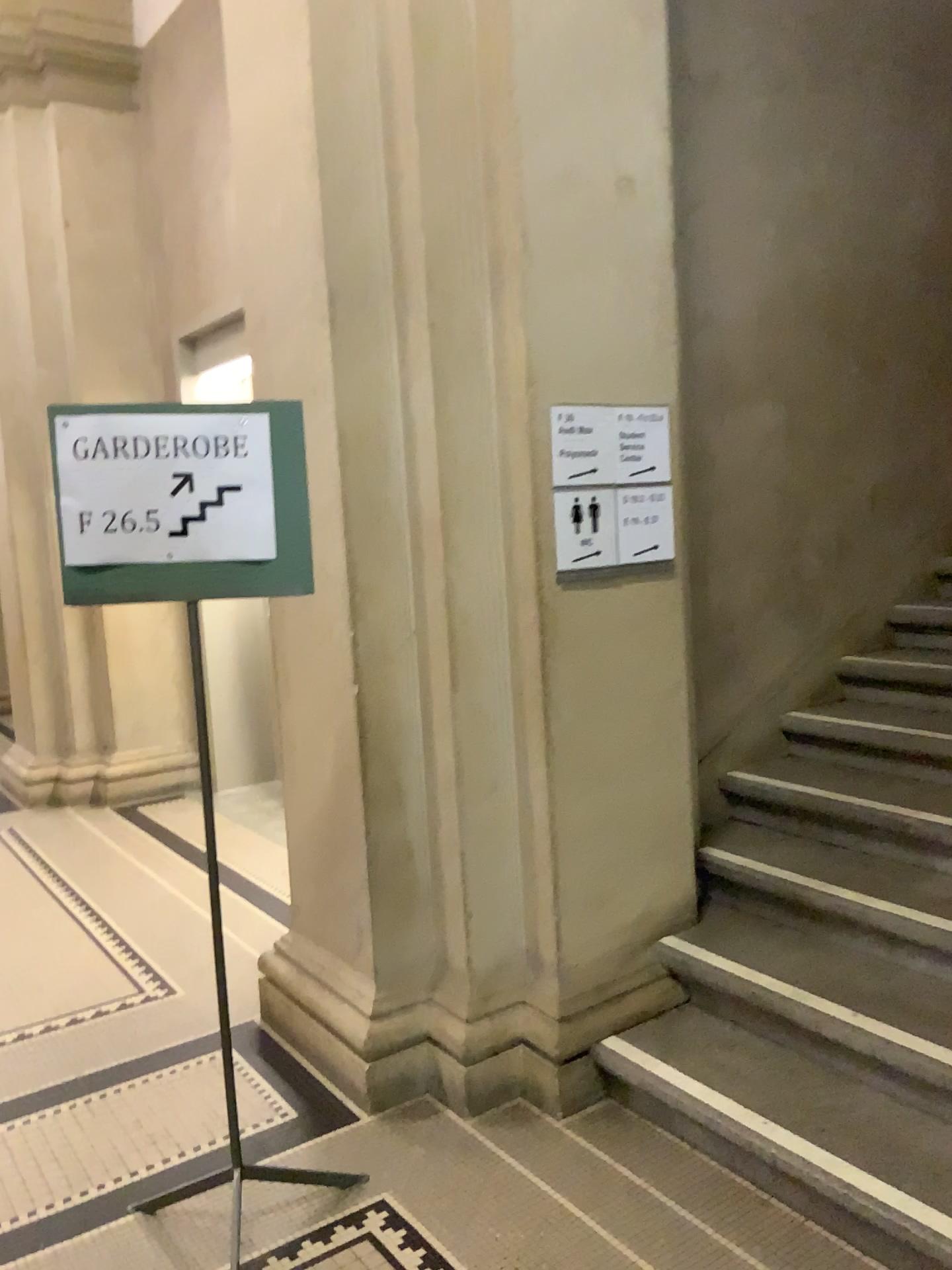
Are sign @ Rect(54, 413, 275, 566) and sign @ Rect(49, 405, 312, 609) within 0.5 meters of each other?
yes

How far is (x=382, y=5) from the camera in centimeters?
267cm

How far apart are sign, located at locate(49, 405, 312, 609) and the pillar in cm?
52

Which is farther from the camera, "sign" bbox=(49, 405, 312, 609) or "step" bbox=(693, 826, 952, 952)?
"step" bbox=(693, 826, 952, 952)

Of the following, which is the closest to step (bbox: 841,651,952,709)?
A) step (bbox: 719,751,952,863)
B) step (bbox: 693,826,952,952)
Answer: step (bbox: 719,751,952,863)

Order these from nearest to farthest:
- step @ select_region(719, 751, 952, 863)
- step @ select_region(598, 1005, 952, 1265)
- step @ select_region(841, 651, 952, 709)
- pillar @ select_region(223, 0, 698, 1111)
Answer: step @ select_region(598, 1005, 952, 1265)
pillar @ select_region(223, 0, 698, 1111)
step @ select_region(719, 751, 952, 863)
step @ select_region(841, 651, 952, 709)

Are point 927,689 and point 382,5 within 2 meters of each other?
no

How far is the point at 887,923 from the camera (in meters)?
2.80

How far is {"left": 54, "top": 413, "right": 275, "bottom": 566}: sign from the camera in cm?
213

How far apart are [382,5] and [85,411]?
1.4m
